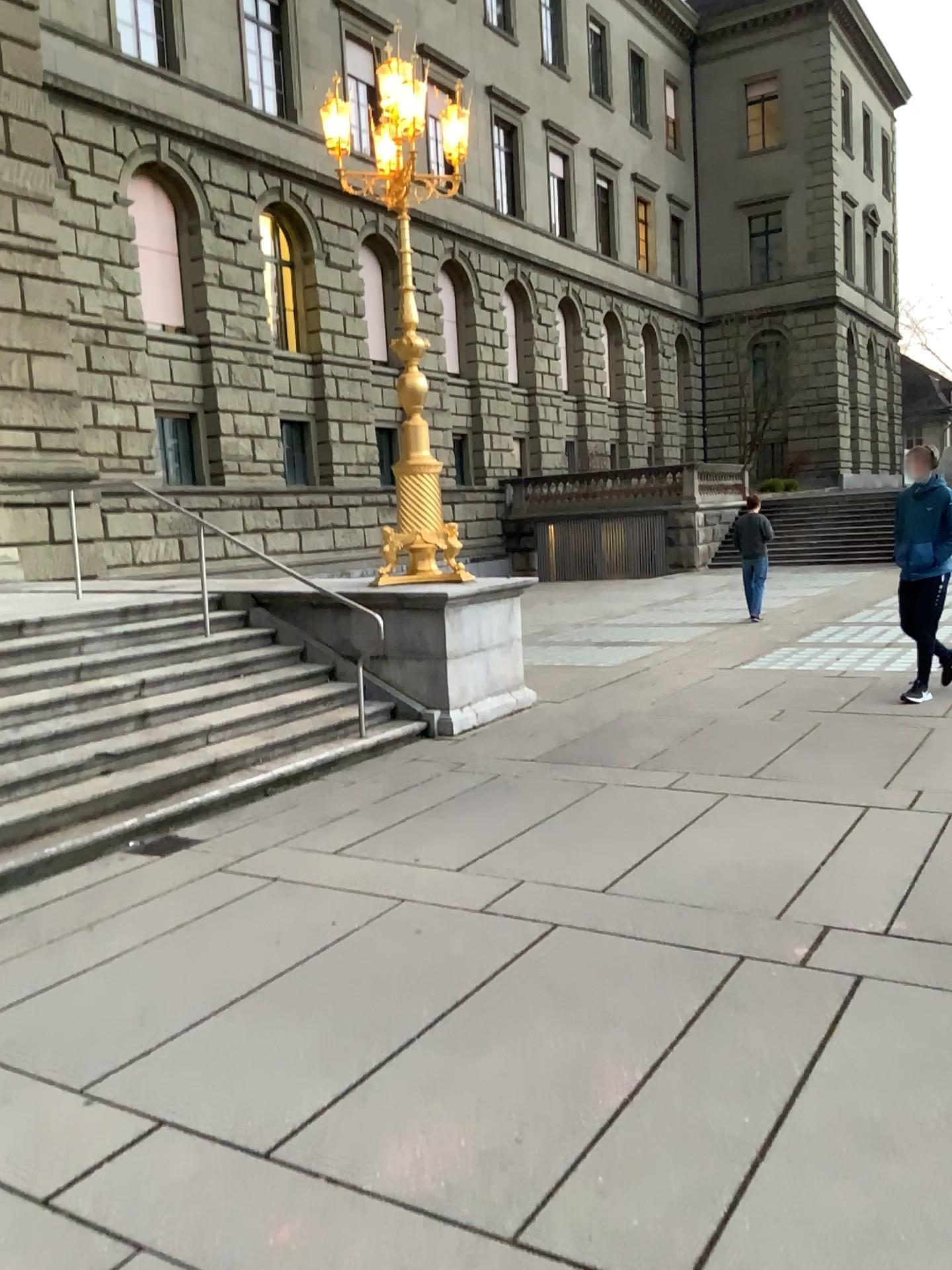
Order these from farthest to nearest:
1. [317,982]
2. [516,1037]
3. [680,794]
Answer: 1. [680,794]
2. [317,982]
3. [516,1037]
